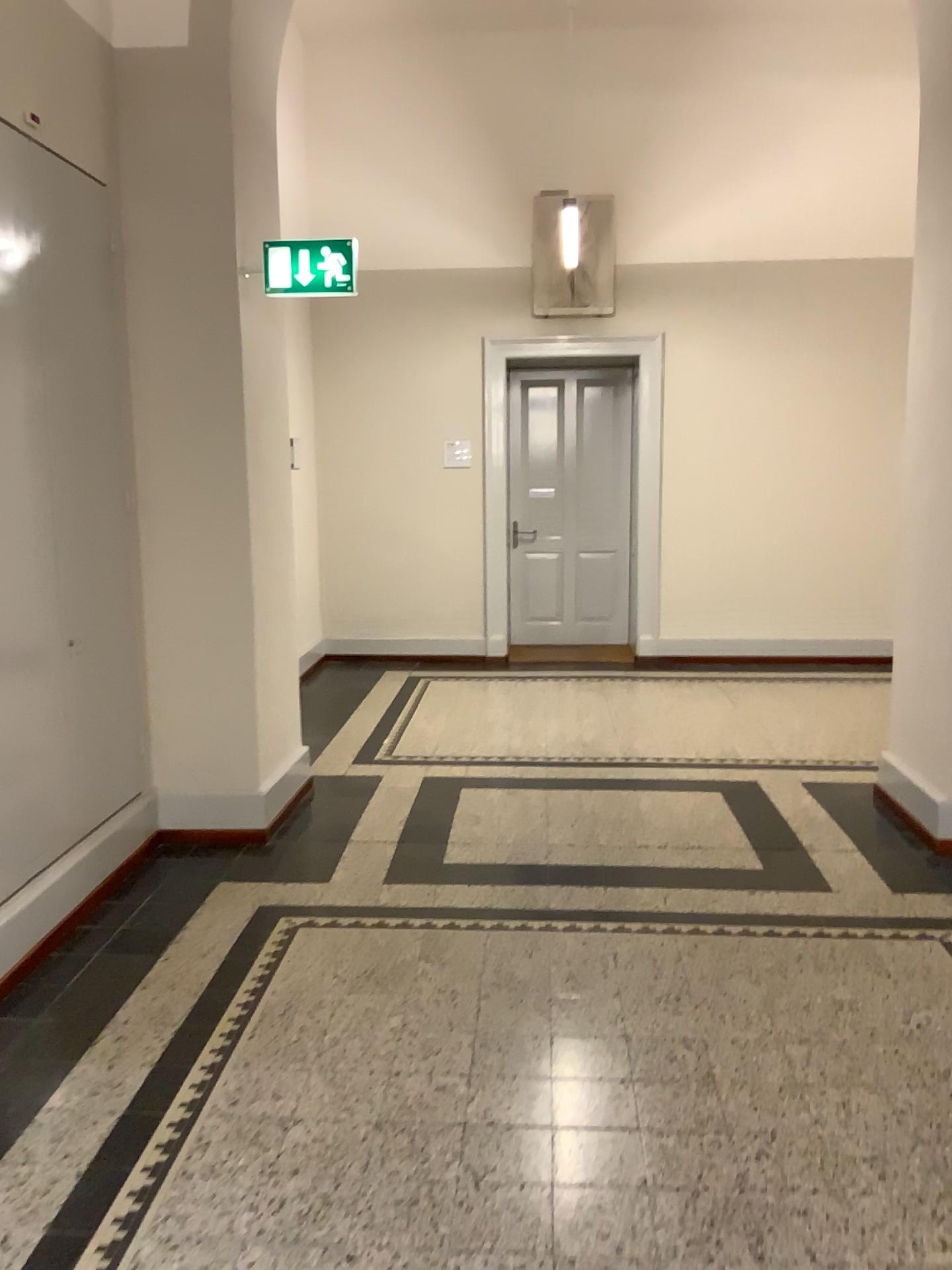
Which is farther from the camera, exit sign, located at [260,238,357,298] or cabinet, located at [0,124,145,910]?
exit sign, located at [260,238,357,298]

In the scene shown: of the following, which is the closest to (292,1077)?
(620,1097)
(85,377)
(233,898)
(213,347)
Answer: (620,1097)

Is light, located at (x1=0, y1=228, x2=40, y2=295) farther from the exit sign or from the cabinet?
the exit sign

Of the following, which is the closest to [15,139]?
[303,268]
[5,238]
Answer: [5,238]

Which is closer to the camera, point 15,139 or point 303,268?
point 15,139

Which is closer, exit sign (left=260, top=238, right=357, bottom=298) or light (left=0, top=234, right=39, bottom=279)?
light (left=0, top=234, right=39, bottom=279)

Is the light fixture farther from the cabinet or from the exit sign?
the exit sign

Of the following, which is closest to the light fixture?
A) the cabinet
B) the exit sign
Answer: the cabinet

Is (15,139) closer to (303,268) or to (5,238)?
(5,238)

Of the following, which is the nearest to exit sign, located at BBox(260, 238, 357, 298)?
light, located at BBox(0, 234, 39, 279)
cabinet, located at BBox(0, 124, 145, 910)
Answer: cabinet, located at BBox(0, 124, 145, 910)
